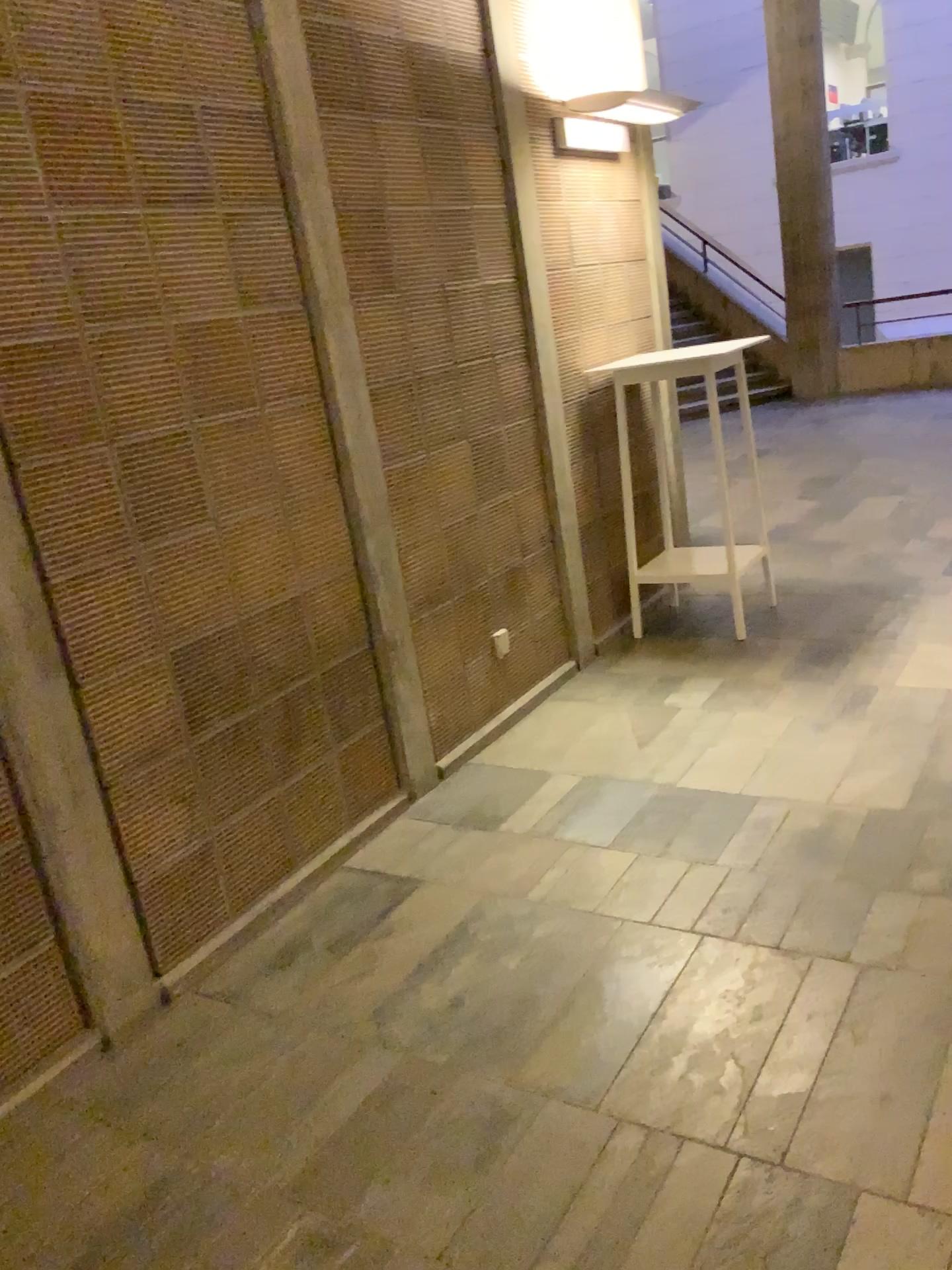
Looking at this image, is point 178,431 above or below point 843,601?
above
